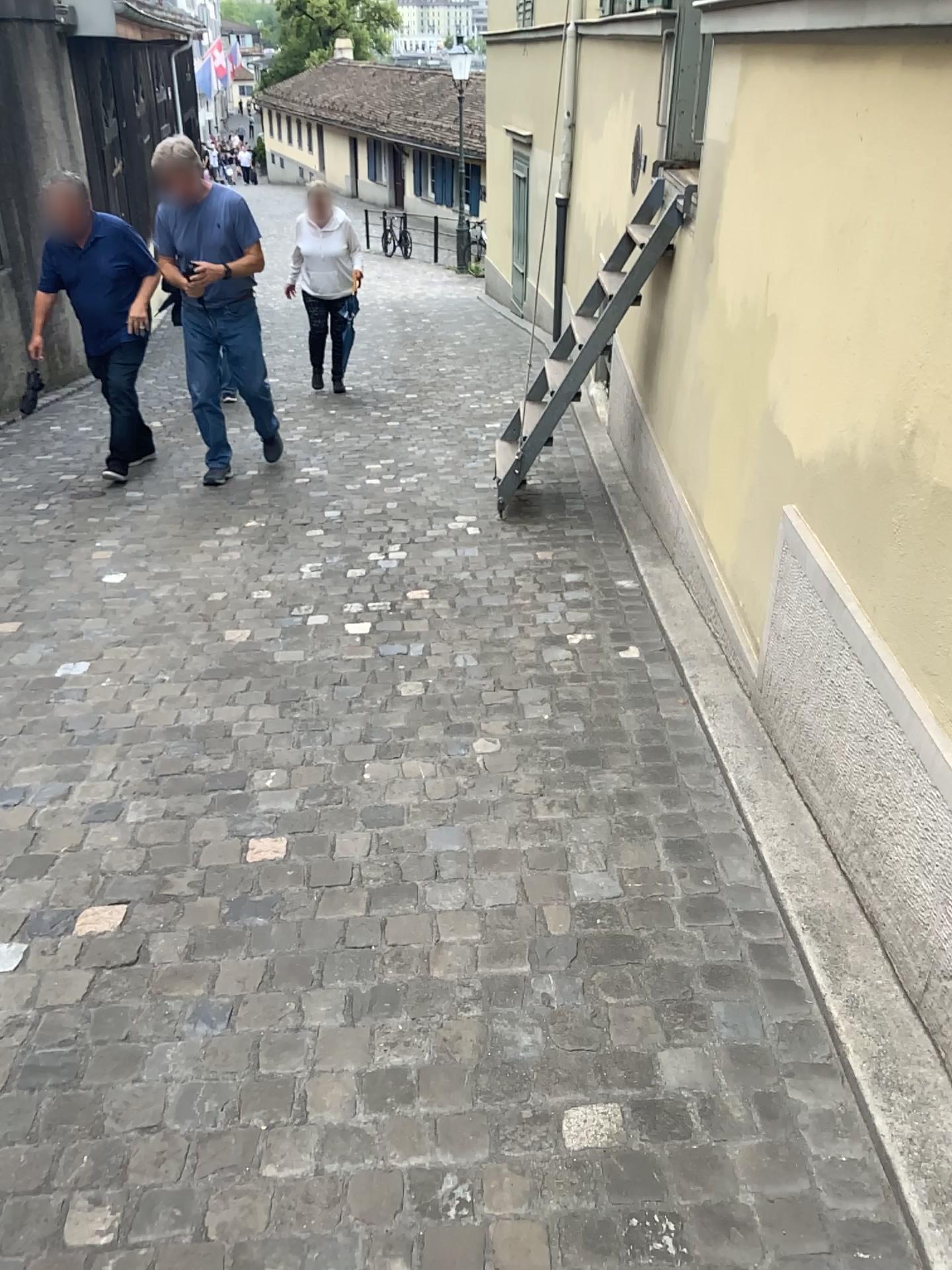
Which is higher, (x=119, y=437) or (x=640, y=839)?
(x=640, y=839)
